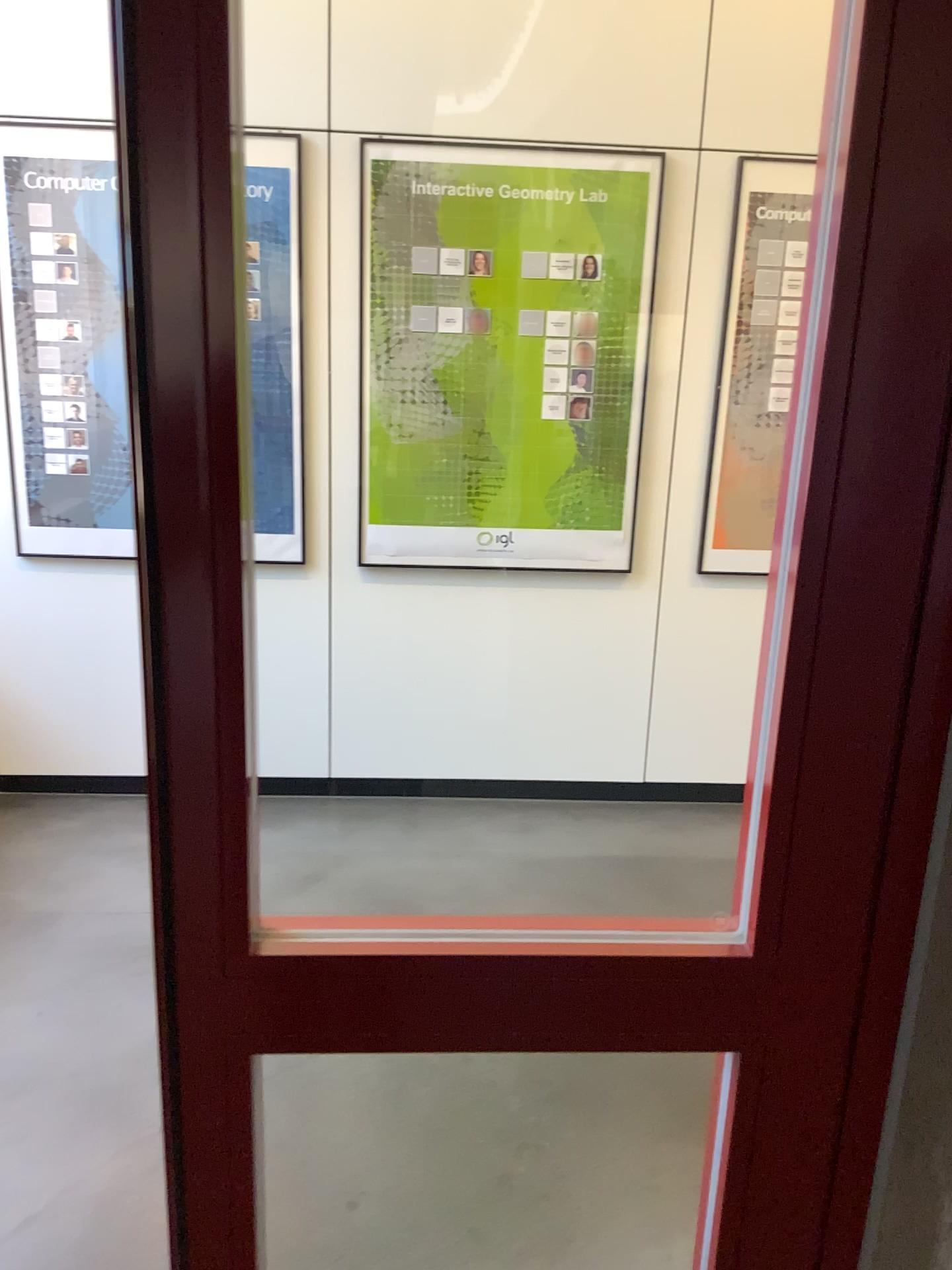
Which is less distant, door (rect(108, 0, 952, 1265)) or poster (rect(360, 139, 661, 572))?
door (rect(108, 0, 952, 1265))

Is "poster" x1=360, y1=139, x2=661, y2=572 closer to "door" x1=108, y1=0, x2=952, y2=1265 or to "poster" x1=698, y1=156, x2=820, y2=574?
"poster" x1=698, y1=156, x2=820, y2=574

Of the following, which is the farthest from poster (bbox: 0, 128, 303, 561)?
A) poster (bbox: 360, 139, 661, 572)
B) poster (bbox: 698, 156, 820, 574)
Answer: poster (bbox: 698, 156, 820, 574)

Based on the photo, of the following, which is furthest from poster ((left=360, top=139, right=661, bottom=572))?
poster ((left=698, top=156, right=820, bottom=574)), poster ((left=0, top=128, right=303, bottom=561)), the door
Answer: the door

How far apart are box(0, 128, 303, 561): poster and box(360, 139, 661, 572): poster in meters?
0.8 m

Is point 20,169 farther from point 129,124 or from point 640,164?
point 129,124

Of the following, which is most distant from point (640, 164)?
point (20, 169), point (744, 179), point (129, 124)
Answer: point (129, 124)

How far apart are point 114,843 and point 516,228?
2.3 meters

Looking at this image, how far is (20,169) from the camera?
3.1 meters

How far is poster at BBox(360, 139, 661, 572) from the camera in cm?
321
